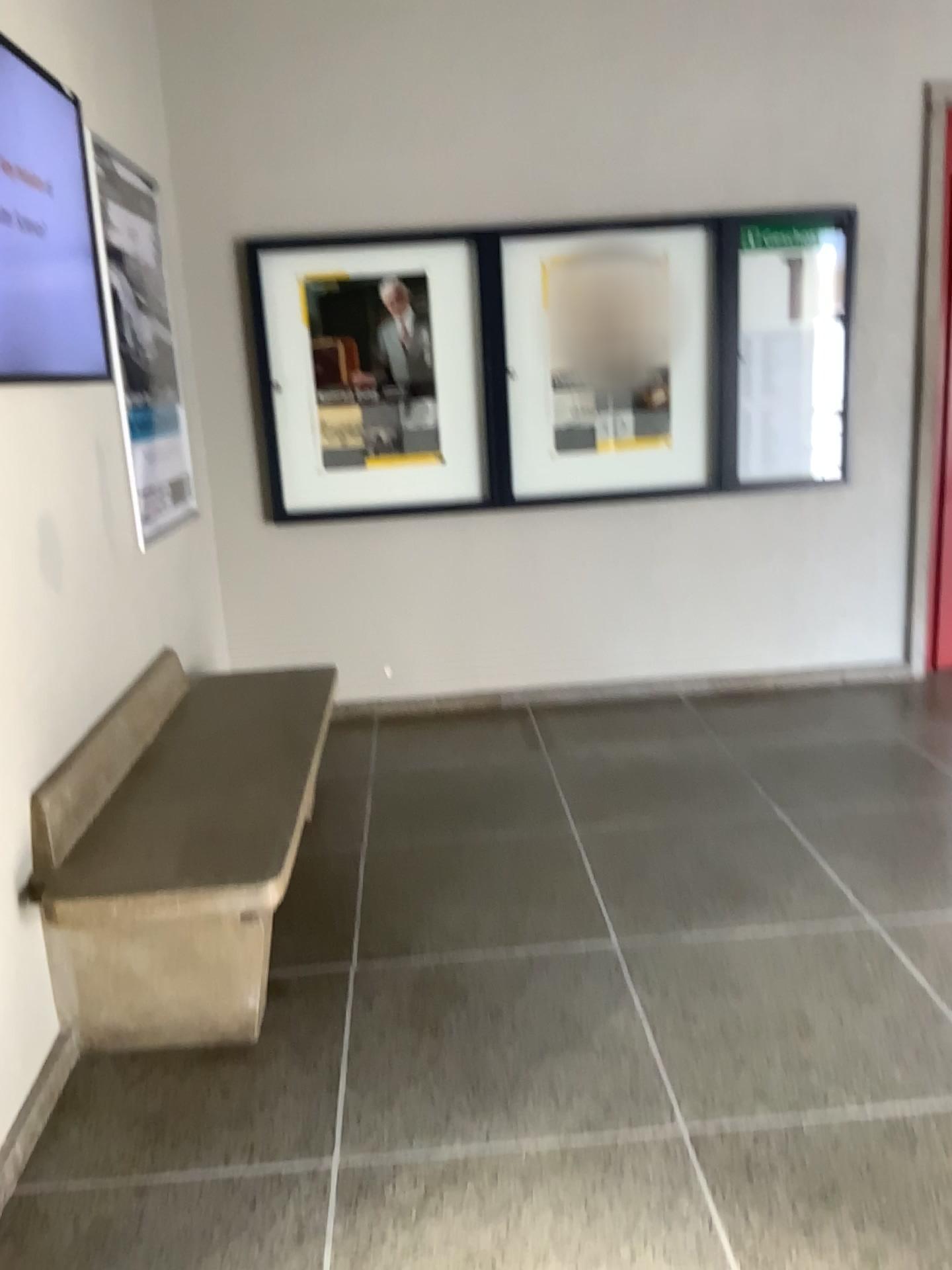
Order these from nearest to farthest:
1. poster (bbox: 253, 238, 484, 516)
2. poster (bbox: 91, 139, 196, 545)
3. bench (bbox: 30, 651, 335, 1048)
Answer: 1. bench (bbox: 30, 651, 335, 1048)
2. poster (bbox: 91, 139, 196, 545)
3. poster (bbox: 253, 238, 484, 516)

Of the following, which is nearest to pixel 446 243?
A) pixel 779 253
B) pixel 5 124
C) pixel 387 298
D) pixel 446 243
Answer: pixel 446 243

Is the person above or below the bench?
above

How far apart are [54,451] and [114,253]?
0.87m

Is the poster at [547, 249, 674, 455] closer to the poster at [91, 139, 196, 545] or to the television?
the poster at [91, 139, 196, 545]

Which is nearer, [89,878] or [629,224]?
[89,878]

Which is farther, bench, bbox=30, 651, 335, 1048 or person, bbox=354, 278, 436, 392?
person, bbox=354, 278, 436, 392

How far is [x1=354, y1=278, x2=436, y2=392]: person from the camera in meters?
4.3 m

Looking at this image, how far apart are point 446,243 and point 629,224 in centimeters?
75cm

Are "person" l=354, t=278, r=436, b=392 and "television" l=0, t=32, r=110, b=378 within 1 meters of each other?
no
